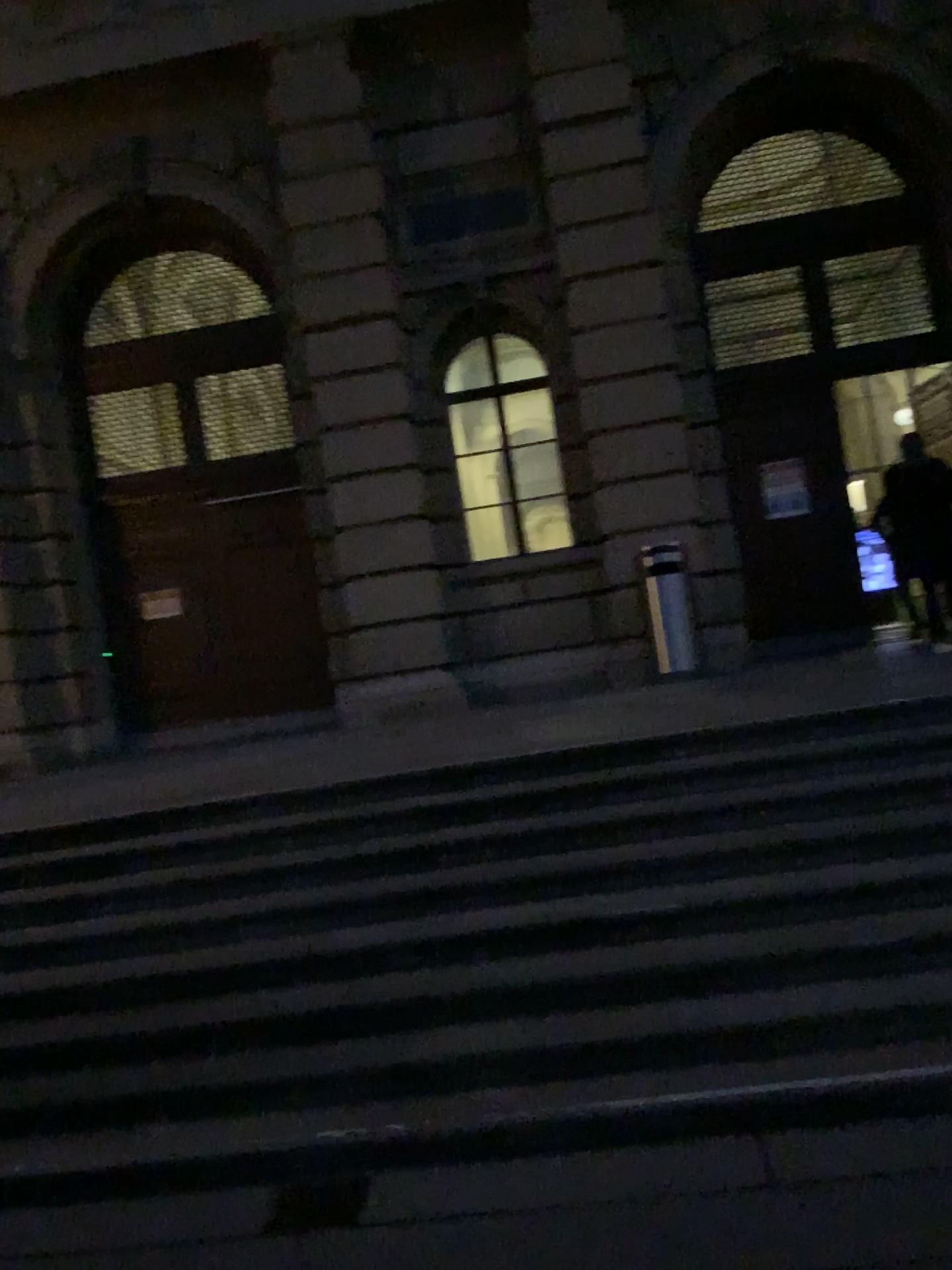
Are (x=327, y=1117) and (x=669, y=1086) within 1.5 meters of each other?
yes
